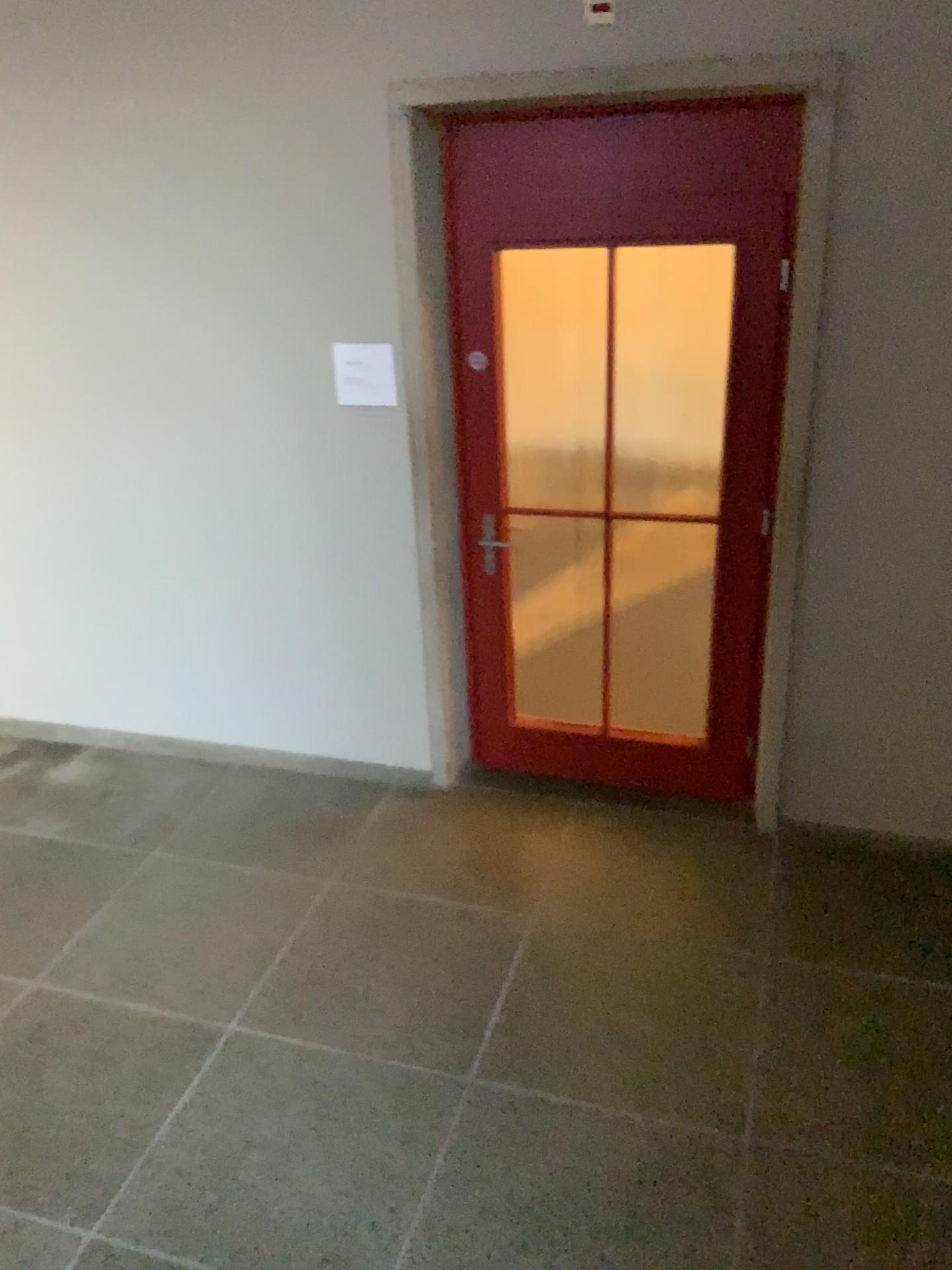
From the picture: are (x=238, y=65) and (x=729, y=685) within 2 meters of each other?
no
